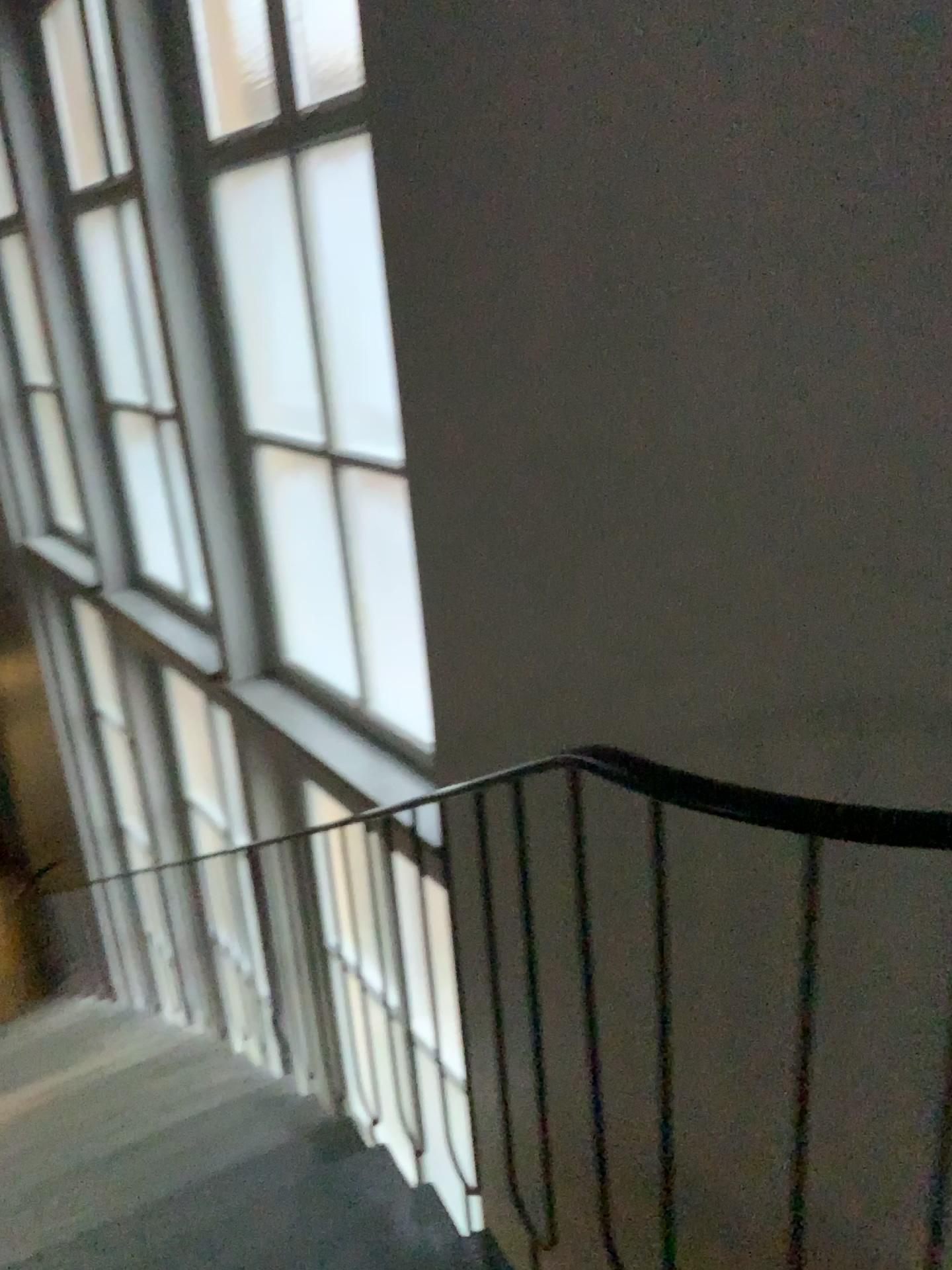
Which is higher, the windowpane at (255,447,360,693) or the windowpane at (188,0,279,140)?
the windowpane at (188,0,279,140)

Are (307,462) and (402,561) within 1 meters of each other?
yes

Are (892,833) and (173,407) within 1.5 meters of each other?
no

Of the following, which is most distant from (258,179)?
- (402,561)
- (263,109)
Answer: (402,561)

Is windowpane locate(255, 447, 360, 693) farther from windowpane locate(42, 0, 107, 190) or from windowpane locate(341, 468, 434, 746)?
windowpane locate(42, 0, 107, 190)

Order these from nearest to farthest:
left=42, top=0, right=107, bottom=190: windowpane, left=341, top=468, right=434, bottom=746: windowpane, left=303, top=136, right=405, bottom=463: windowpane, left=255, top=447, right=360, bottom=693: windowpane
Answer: left=303, top=136, right=405, bottom=463: windowpane → left=341, top=468, right=434, bottom=746: windowpane → left=255, top=447, right=360, bottom=693: windowpane → left=42, top=0, right=107, bottom=190: windowpane

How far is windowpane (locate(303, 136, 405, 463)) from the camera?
2.7m

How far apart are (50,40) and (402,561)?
2.57m

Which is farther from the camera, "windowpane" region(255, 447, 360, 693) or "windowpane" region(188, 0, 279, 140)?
"windowpane" region(255, 447, 360, 693)

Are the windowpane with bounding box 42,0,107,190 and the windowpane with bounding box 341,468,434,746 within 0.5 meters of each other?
no
